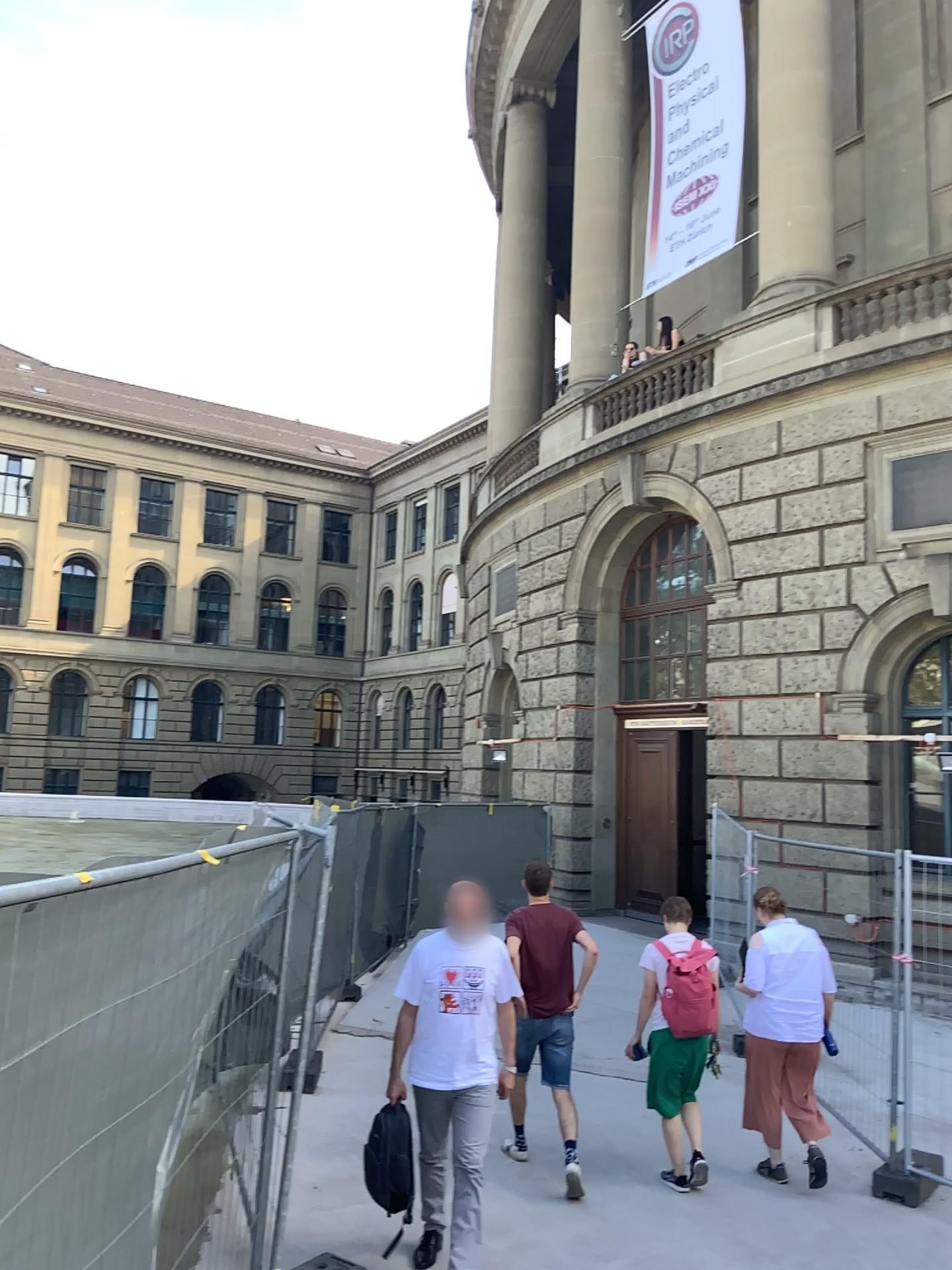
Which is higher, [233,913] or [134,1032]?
[233,913]
